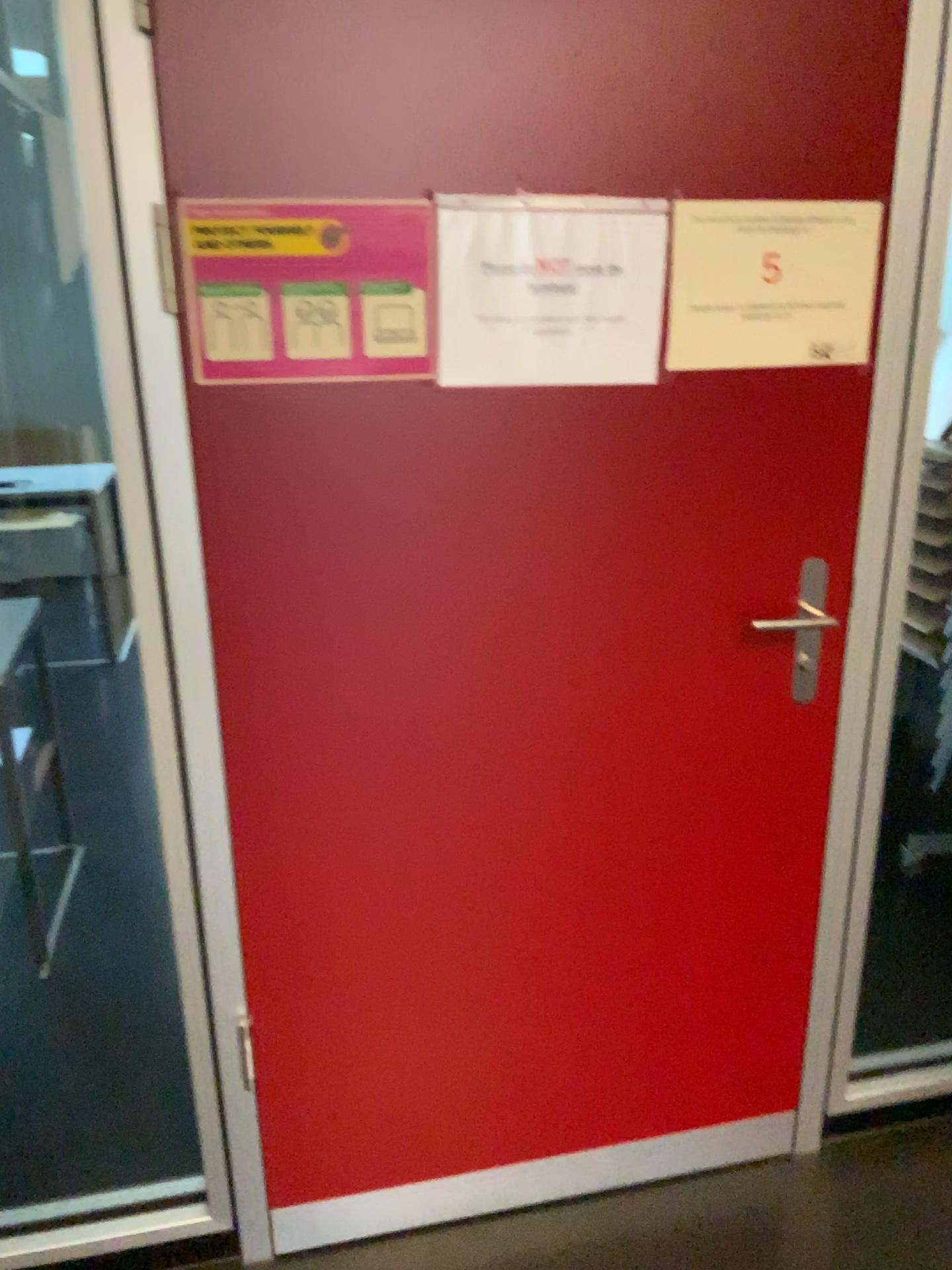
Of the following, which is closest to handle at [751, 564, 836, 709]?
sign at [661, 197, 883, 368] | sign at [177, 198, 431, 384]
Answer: sign at [661, 197, 883, 368]

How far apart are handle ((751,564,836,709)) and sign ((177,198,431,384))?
0.64m

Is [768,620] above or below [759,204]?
below

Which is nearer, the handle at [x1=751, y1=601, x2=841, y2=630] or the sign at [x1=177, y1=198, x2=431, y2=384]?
the sign at [x1=177, y1=198, x2=431, y2=384]

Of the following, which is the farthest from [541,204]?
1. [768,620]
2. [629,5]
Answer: [768,620]

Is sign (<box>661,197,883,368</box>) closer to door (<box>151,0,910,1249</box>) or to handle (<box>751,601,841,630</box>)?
door (<box>151,0,910,1249</box>)

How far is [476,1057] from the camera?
1.7 meters

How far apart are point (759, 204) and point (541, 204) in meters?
0.3 m

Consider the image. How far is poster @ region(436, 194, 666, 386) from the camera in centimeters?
134cm

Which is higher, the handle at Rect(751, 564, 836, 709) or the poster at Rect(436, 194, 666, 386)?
the poster at Rect(436, 194, 666, 386)
